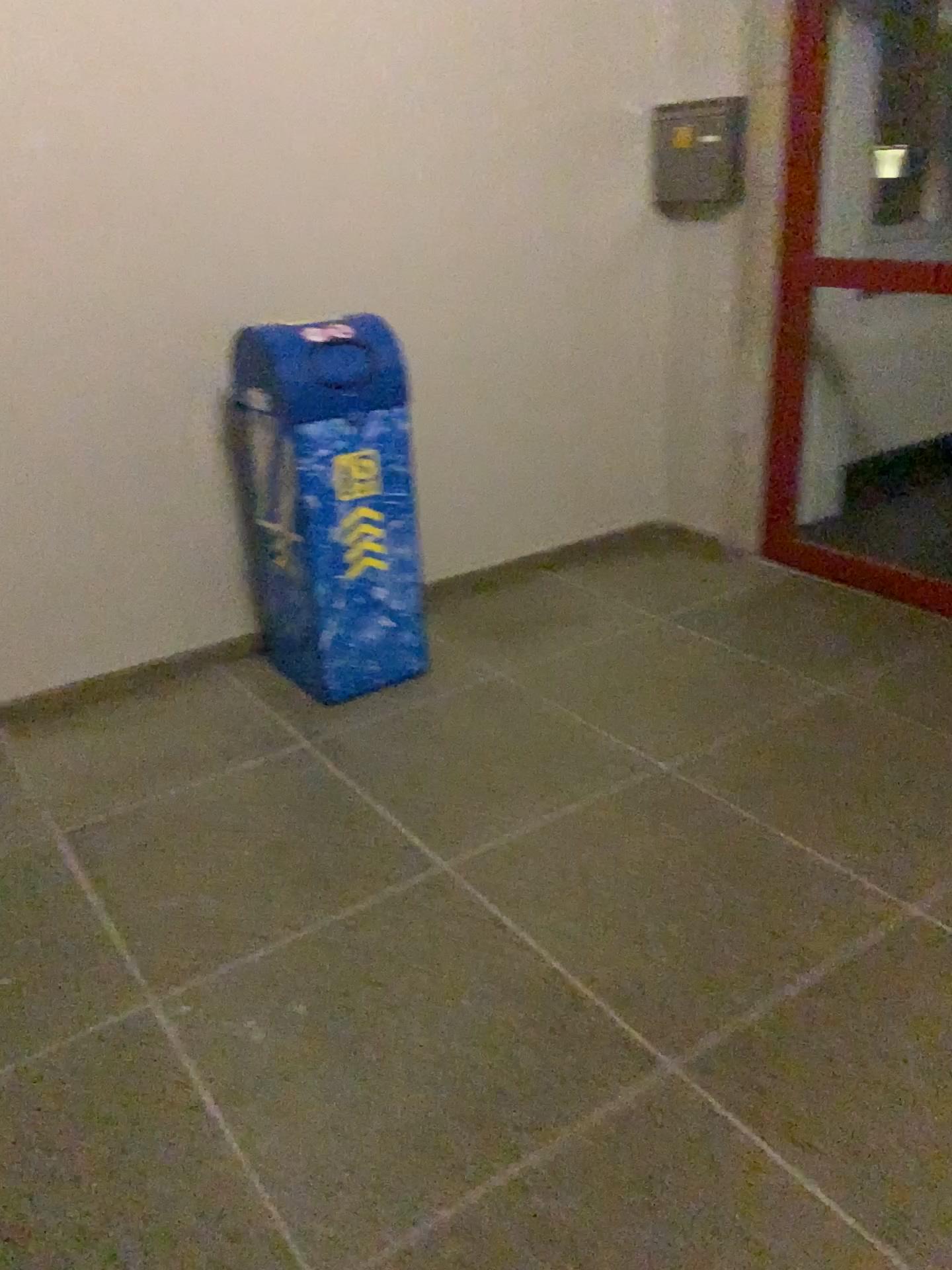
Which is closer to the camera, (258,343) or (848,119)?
(258,343)

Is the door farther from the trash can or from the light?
the trash can

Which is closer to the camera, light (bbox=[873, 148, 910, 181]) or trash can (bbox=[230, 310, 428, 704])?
trash can (bbox=[230, 310, 428, 704])

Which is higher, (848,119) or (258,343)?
(848,119)

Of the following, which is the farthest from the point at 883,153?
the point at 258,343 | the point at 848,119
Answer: the point at 258,343

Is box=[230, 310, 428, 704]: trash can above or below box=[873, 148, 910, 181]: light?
below

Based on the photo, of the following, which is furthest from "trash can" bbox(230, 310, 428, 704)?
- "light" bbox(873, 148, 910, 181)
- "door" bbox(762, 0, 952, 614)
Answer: "light" bbox(873, 148, 910, 181)

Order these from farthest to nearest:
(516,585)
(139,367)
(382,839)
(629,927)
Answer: (516,585)
(139,367)
(382,839)
(629,927)

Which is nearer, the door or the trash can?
the trash can
